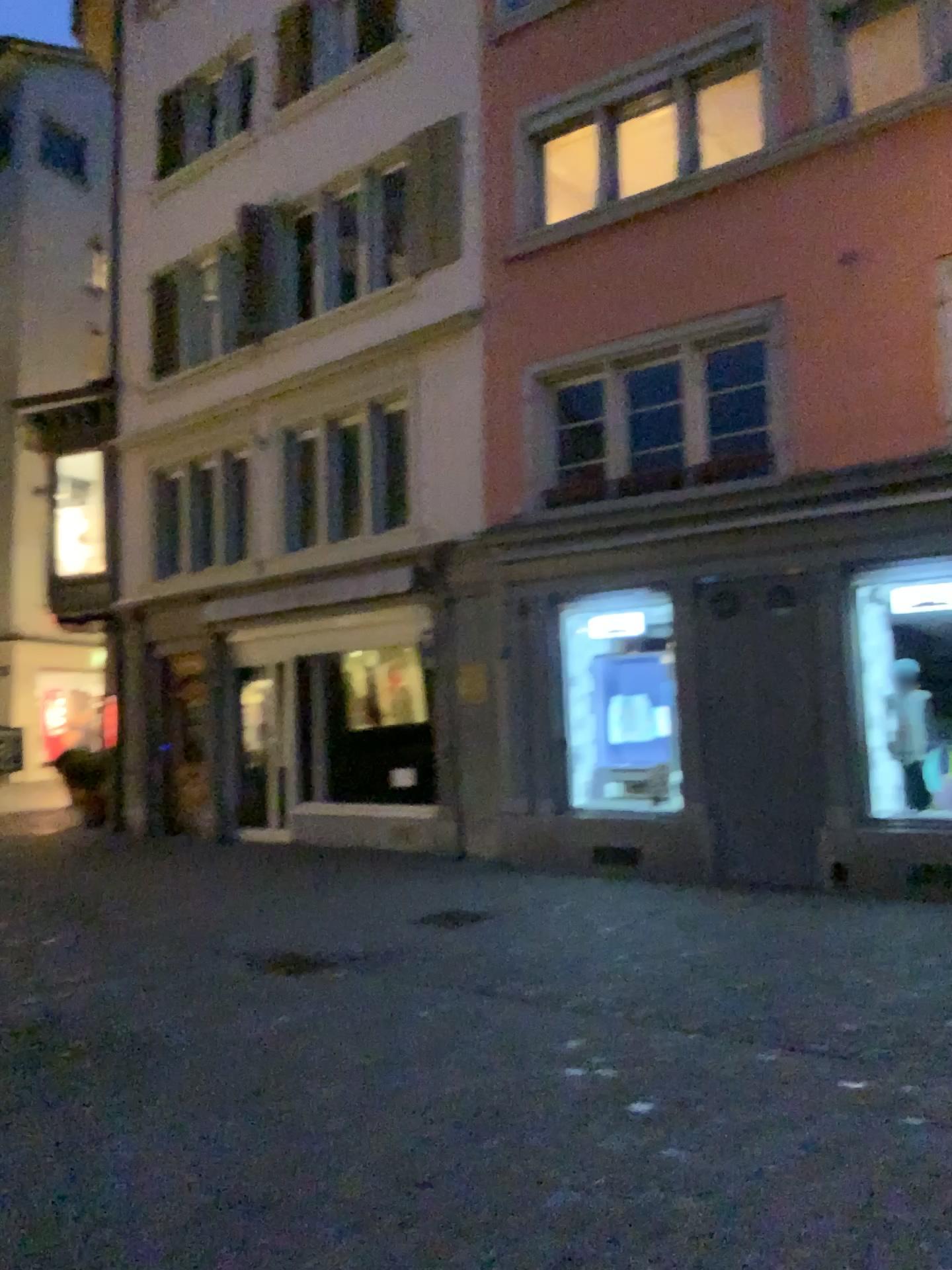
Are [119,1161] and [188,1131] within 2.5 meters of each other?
yes
